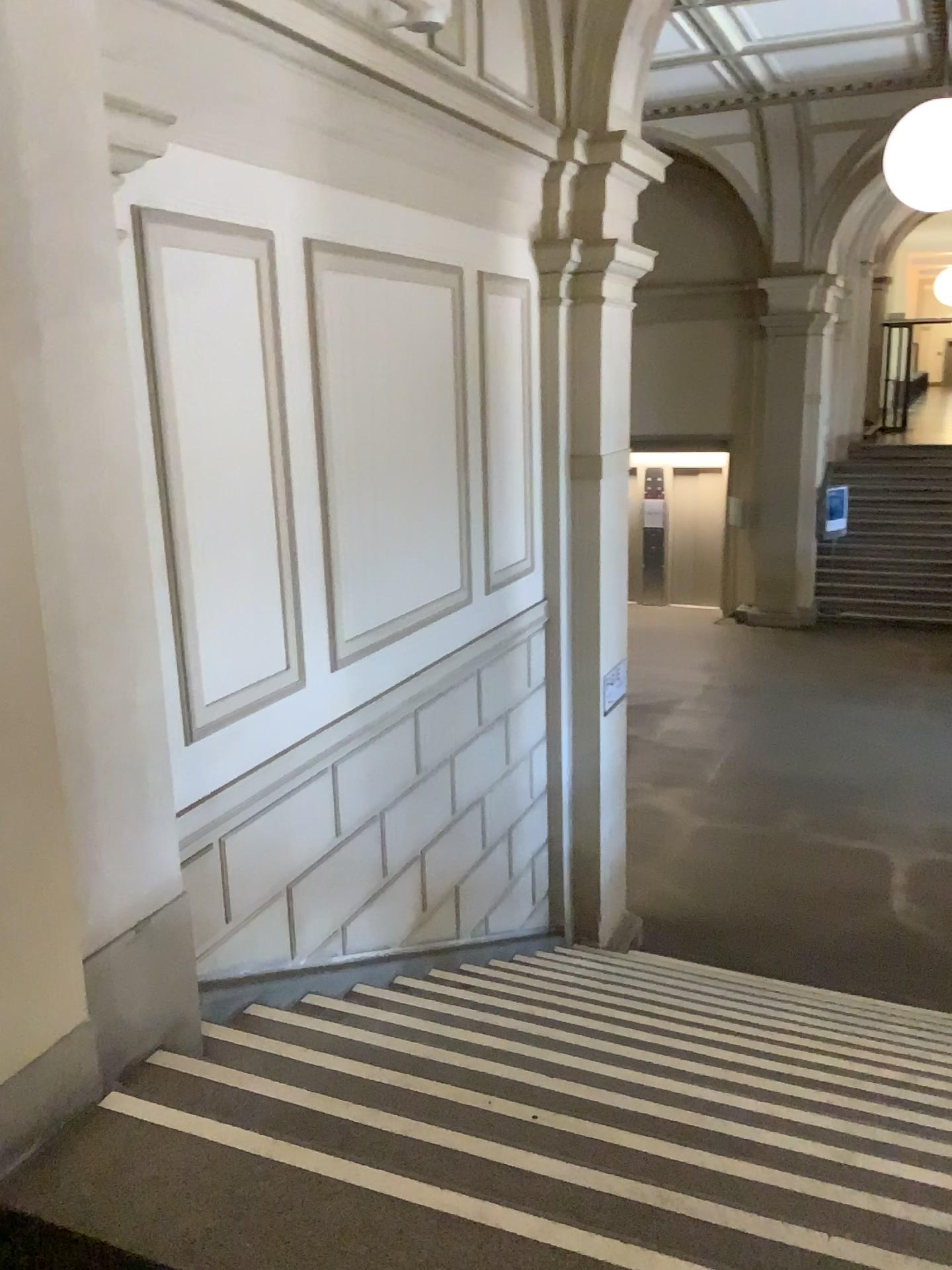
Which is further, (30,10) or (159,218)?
(159,218)

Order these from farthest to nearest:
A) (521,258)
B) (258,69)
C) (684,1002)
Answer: (521,258) → (684,1002) → (258,69)

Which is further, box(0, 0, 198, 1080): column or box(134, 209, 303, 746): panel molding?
box(134, 209, 303, 746): panel molding
